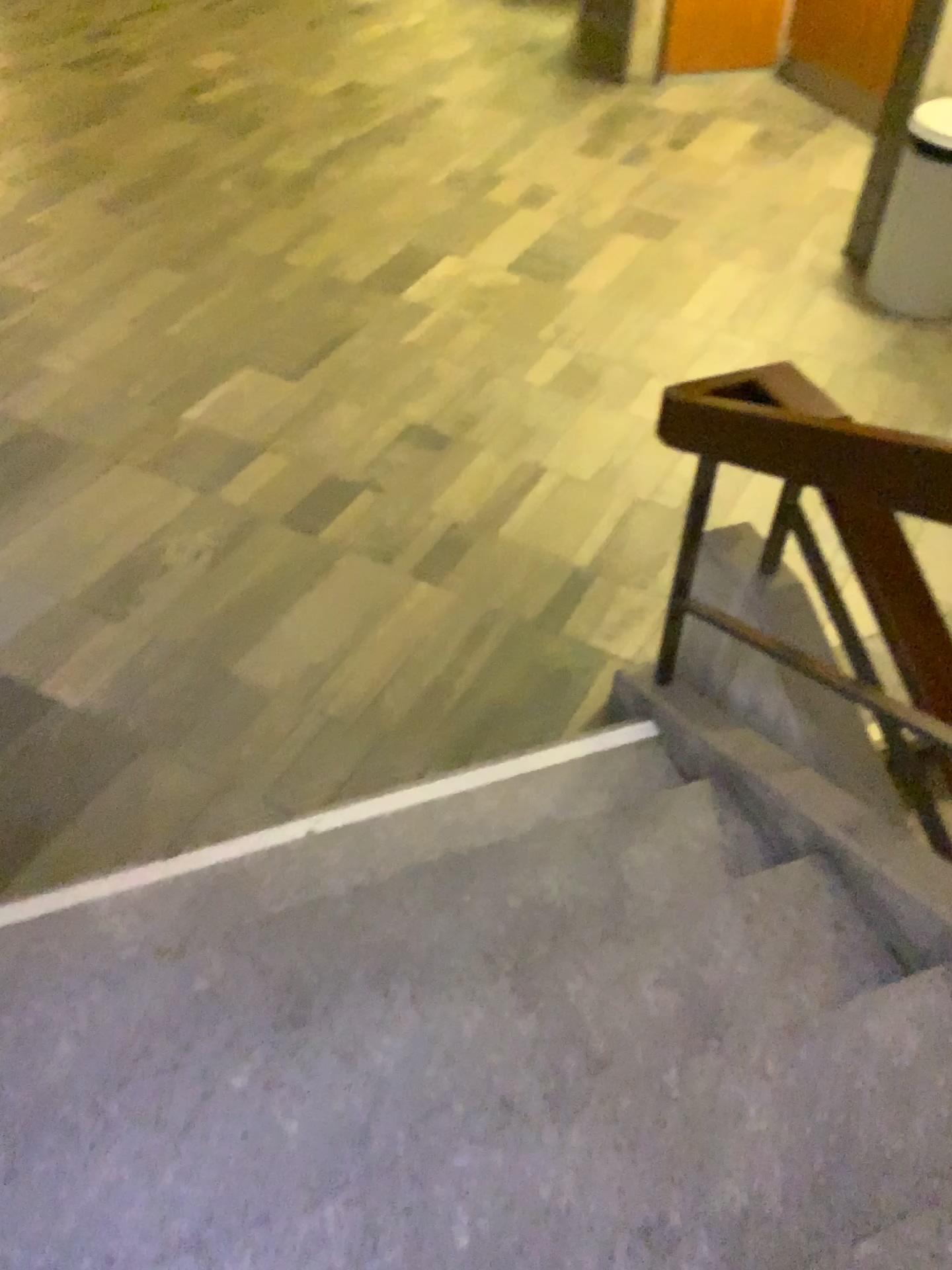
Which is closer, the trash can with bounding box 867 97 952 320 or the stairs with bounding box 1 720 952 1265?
the stairs with bounding box 1 720 952 1265

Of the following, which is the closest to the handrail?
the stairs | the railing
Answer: the railing

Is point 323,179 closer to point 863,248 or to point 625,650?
point 863,248

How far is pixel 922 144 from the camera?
4.10m

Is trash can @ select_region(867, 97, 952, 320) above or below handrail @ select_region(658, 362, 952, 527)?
below

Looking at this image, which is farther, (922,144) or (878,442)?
(922,144)

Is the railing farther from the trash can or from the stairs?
the trash can

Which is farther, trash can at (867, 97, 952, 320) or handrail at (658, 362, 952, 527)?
trash can at (867, 97, 952, 320)

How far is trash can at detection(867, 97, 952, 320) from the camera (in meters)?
4.10

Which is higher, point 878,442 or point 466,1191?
point 878,442
